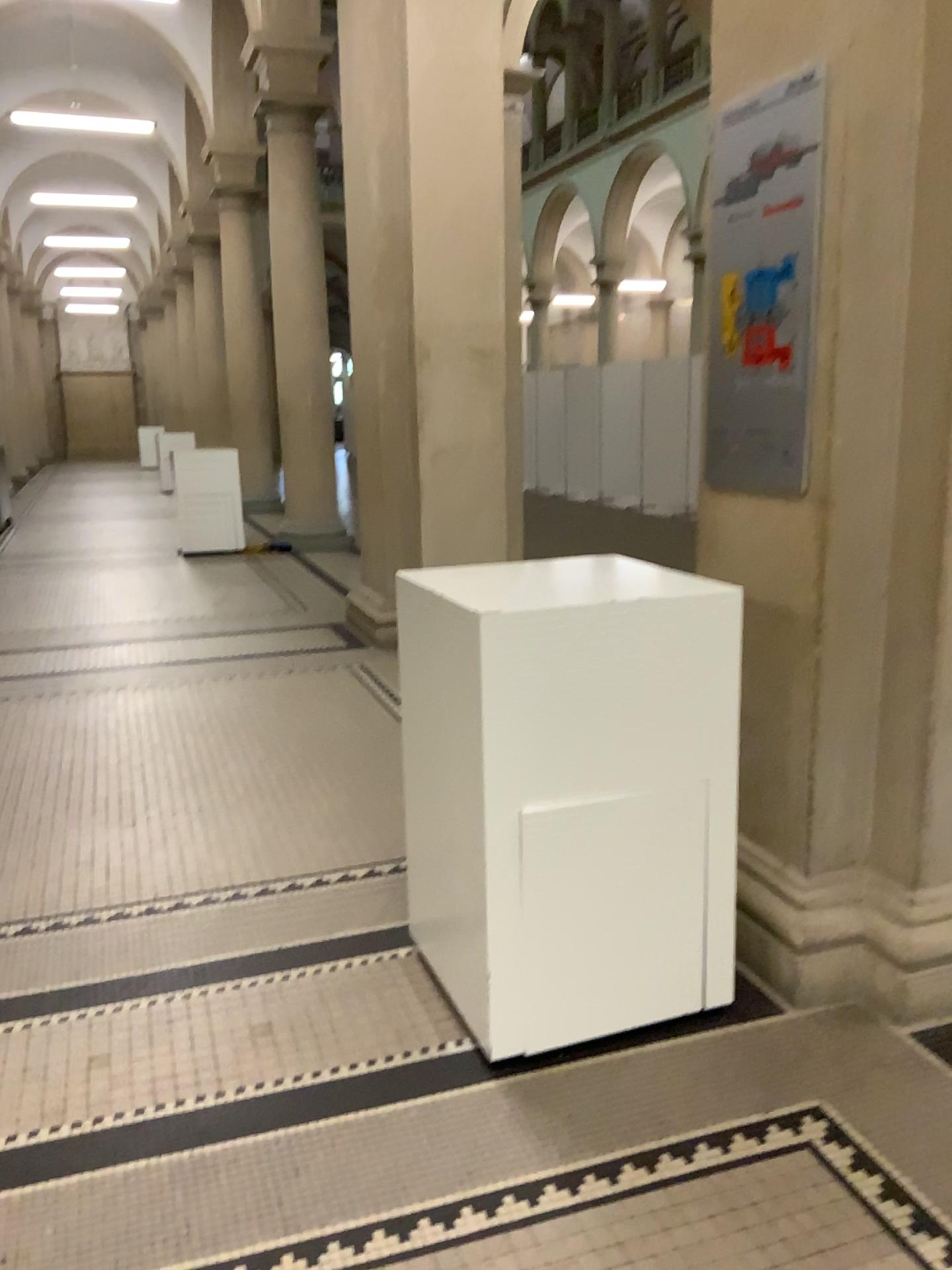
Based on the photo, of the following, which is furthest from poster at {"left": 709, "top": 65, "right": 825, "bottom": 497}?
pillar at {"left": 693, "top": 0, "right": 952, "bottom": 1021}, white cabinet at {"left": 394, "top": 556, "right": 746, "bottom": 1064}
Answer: white cabinet at {"left": 394, "top": 556, "right": 746, "bottom": 1064}

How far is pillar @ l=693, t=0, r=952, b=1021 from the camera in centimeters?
221cm

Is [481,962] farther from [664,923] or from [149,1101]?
[149,1101]

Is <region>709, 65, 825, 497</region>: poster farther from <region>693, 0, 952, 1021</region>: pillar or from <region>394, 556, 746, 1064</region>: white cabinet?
<region>394, 556, 746, 1064</region>: white cabinet

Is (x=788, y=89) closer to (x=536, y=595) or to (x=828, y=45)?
(x=828, y=45)

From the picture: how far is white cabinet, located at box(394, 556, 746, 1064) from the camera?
2.13m

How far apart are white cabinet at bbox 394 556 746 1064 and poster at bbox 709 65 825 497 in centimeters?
33cm

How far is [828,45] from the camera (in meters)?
2.21

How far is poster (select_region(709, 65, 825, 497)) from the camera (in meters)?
2.33

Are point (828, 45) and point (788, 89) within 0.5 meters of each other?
yes
